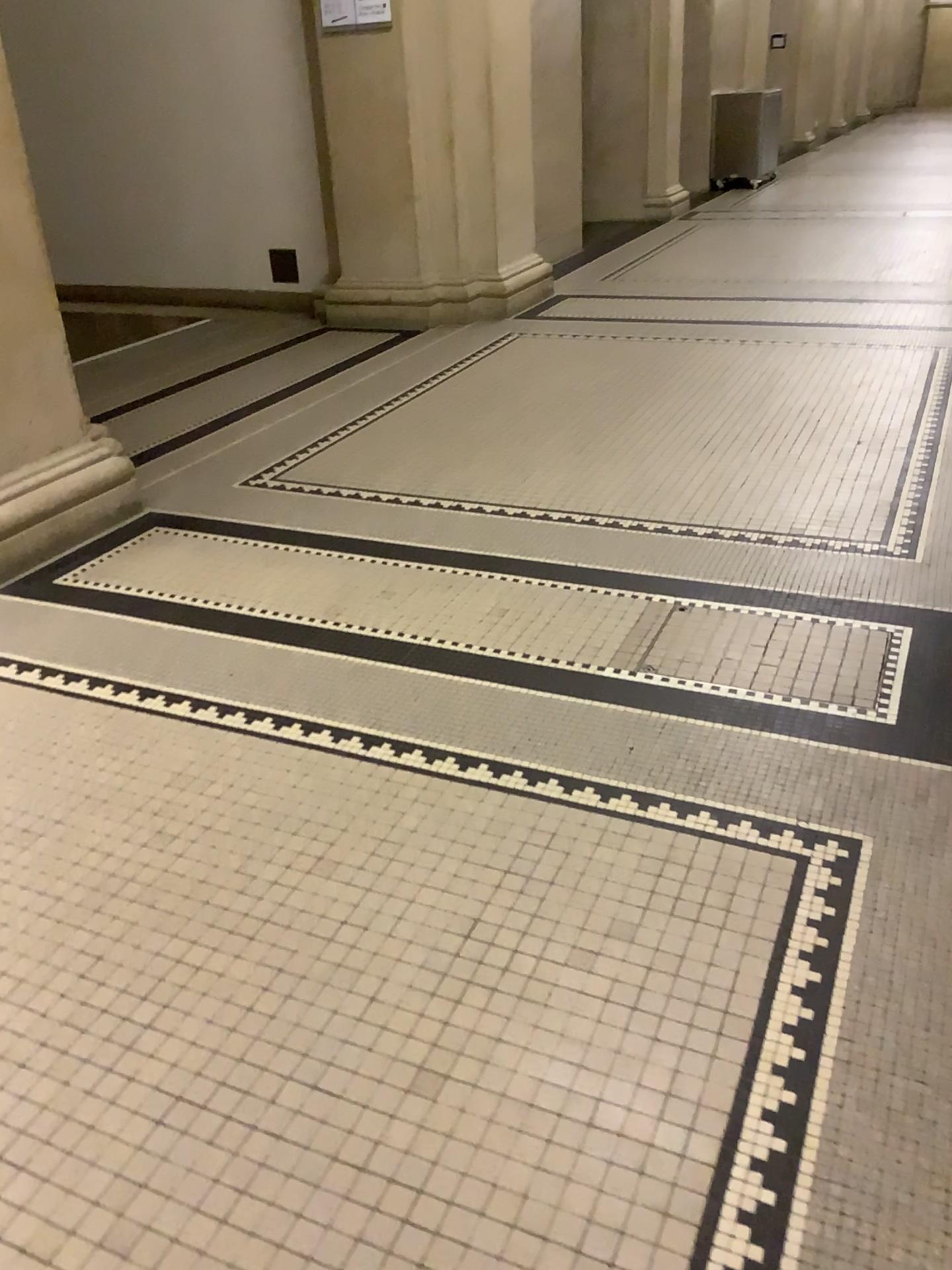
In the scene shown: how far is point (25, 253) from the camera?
3.27m

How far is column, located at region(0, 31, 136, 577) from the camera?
3.27m

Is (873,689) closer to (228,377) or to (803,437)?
(803,437)
